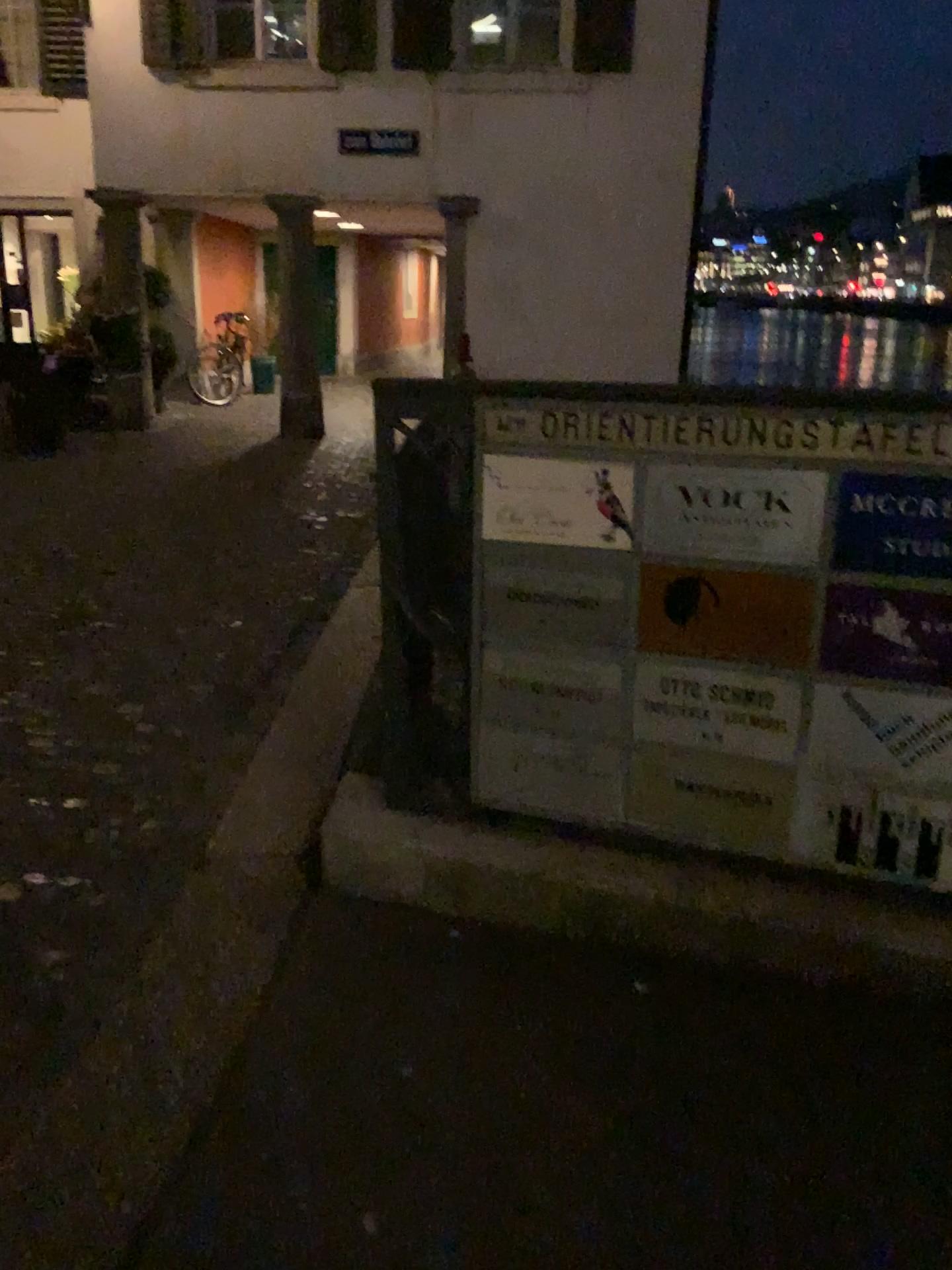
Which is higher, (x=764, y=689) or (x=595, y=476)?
(x=595, y=476)

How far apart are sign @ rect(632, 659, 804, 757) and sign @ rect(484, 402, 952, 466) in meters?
0.4

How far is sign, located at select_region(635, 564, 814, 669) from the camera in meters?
2.0 m

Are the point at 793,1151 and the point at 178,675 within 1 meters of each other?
no

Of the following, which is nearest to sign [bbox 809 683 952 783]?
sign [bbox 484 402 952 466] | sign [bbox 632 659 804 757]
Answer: sign [bbox 632 659 804 757]

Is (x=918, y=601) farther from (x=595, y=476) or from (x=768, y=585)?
(x=595, y=476)

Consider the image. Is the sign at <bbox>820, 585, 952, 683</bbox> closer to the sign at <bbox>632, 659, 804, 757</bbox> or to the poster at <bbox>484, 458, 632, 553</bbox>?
the sign at <bbox>632, 659, 804, 757</bbox>

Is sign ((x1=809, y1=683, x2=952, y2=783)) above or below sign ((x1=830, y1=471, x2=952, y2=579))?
below

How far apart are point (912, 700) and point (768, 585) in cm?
33

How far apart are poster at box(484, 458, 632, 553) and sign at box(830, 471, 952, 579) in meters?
0.4 m
